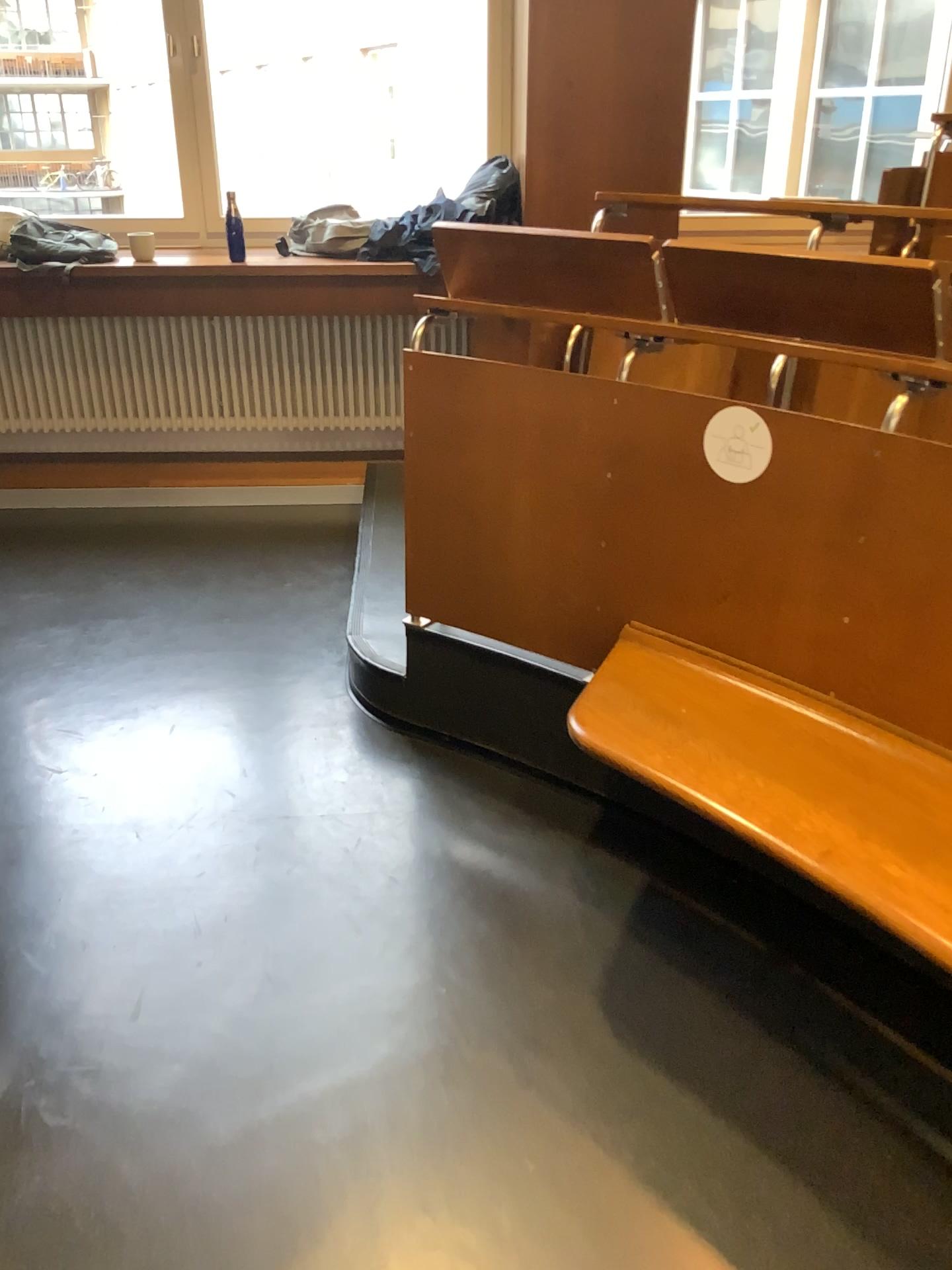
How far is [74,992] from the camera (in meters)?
1.95

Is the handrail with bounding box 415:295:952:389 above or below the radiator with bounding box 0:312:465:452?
above

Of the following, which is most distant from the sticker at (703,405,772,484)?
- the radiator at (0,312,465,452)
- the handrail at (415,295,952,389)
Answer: the radiator at (0,312,465,452)

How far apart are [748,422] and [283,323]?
3.0m

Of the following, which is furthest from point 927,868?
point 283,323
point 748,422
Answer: point 283,323

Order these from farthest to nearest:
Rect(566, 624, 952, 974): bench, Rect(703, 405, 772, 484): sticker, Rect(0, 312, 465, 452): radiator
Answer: Rect(0, 312, 465, 452): radiator → Rect(703, 405, 772, 484): sticker → Rect(566, 624, 952, 974): bench

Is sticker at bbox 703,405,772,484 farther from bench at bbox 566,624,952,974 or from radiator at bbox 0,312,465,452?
radiator at bbox 0,312,465,452

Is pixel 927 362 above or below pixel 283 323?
above

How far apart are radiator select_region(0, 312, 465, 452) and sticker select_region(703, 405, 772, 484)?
2.77m

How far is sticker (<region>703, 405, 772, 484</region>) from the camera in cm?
188
